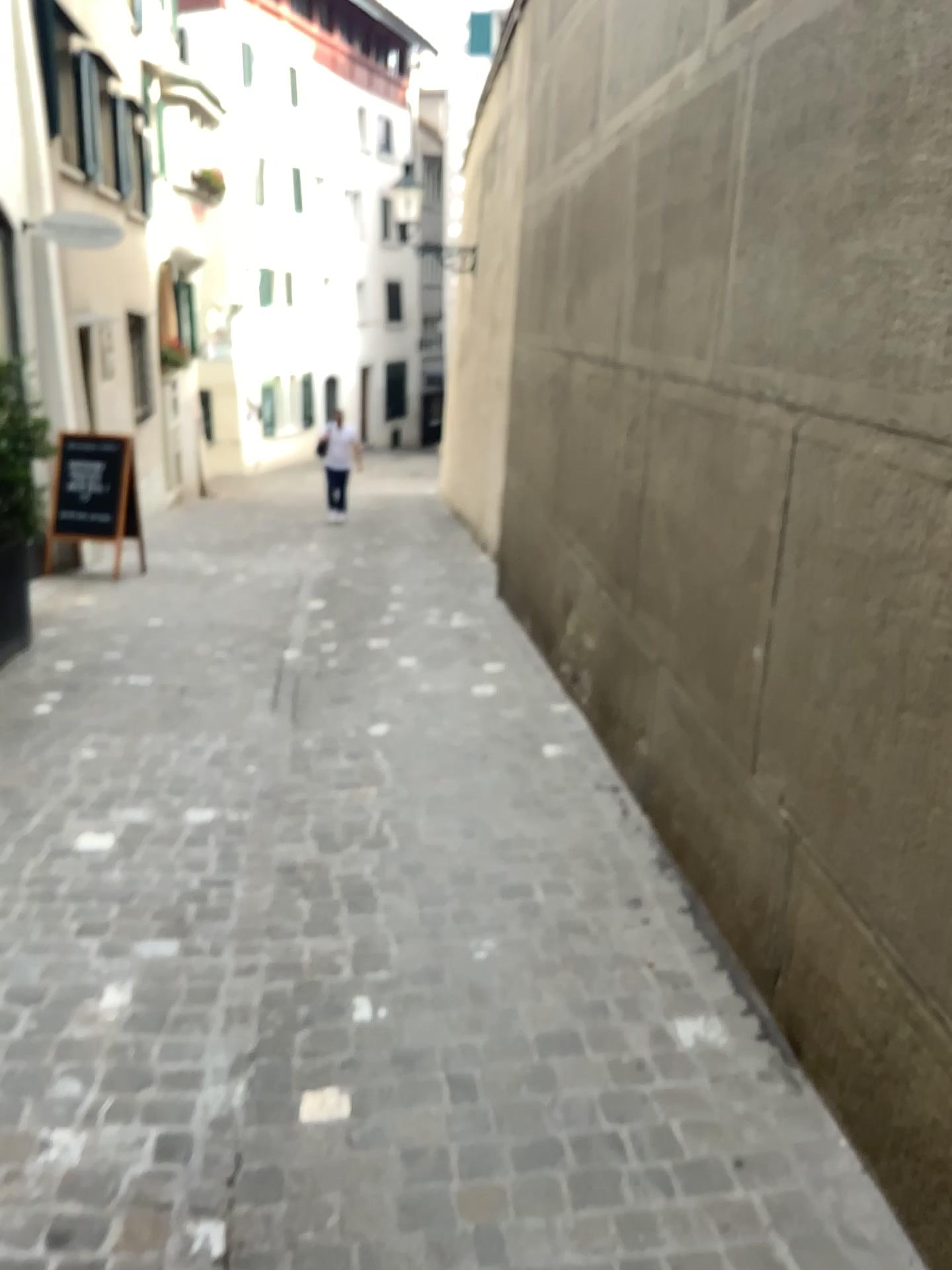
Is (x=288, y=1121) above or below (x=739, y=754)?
below
